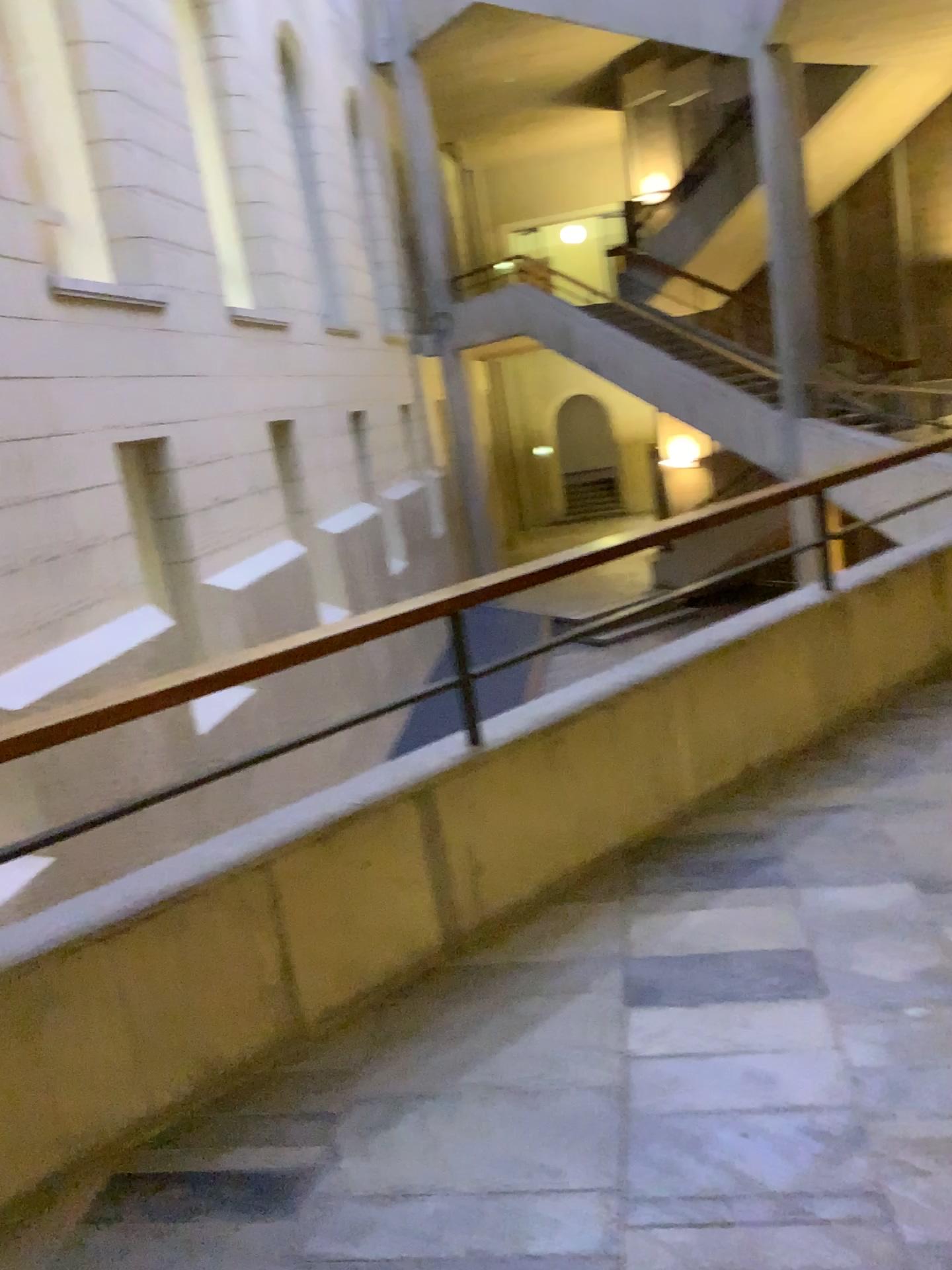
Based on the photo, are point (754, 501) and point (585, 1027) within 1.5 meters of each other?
no
